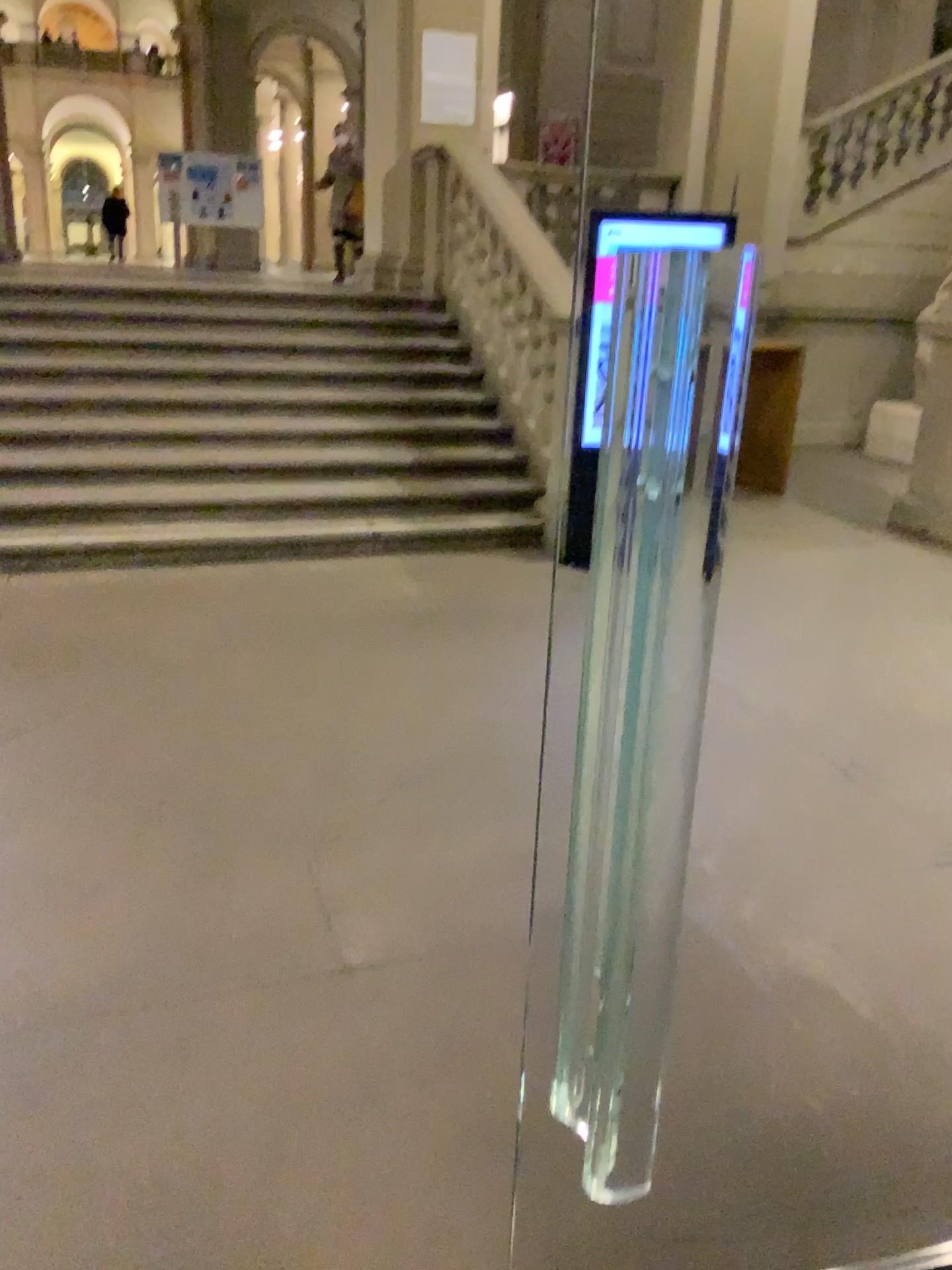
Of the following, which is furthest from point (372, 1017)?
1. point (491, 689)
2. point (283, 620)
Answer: point (283, 620)
